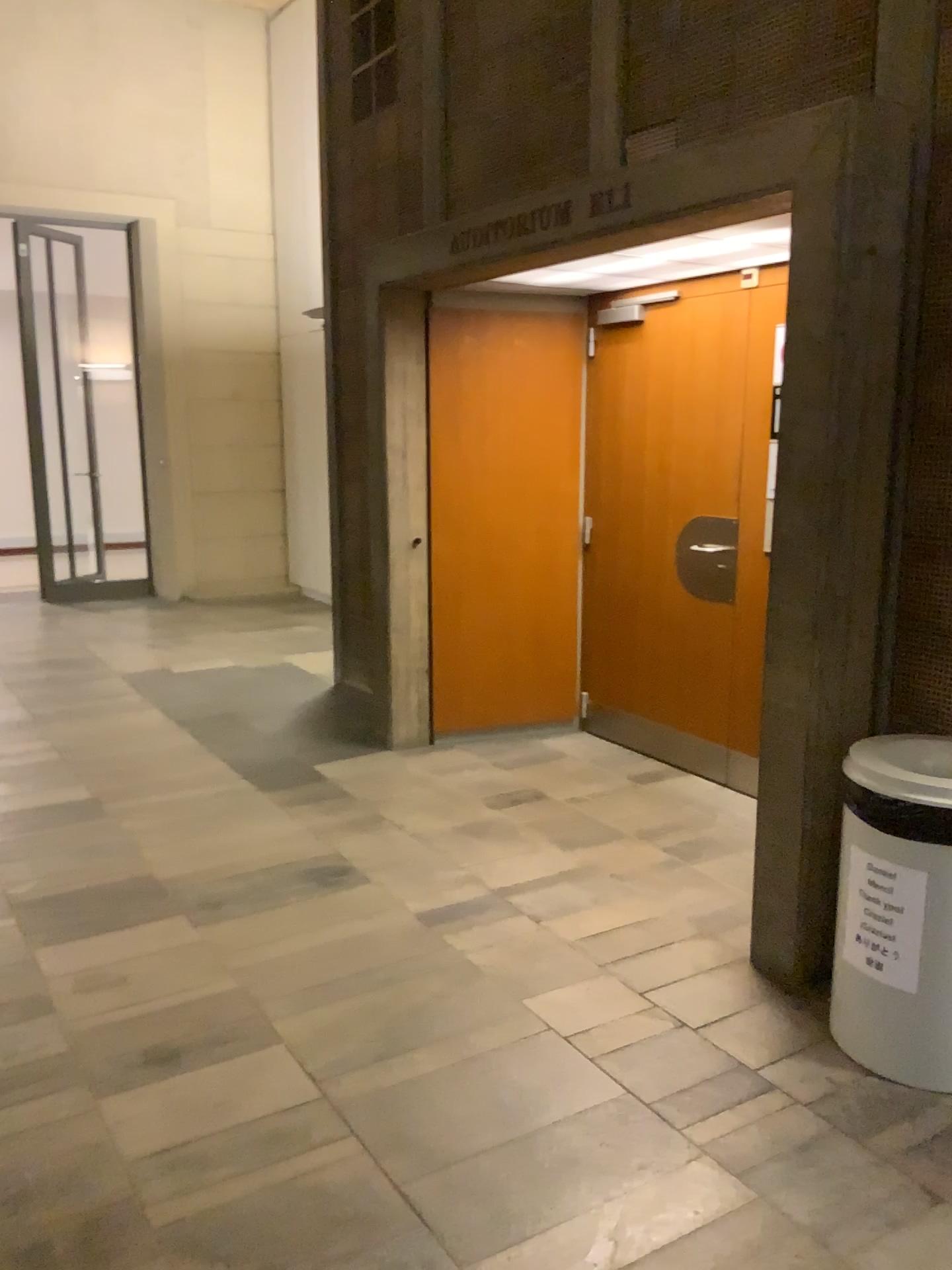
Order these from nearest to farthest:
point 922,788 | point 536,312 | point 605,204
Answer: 1. point 922,788
2. point 605,204
3. point 536,312

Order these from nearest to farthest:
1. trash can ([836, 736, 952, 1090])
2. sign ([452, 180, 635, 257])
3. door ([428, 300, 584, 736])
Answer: trash can ([836, 736, 952, 1090]) < sign ([452, 180, 635, 257]) < door ([428, 300, 584, 736])

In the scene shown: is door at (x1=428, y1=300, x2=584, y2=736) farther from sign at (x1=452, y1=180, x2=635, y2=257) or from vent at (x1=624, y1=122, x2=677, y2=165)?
vent at (x1=624, y1=122, x2=677, y2=165)

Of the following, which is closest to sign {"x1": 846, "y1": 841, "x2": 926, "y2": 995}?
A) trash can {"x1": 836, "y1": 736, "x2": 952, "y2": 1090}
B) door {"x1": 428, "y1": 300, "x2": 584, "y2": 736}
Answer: trash can {"x1": 836, "y1": 736, "x2": 952, "y2": 1090}

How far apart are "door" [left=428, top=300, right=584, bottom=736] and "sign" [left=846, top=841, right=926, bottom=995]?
2.78m

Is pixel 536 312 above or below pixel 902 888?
above

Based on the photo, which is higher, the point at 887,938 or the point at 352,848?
the point at 887,938

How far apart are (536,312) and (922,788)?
3.2 meters

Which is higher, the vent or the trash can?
the vent

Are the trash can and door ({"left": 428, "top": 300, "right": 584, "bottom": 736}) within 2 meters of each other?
no
